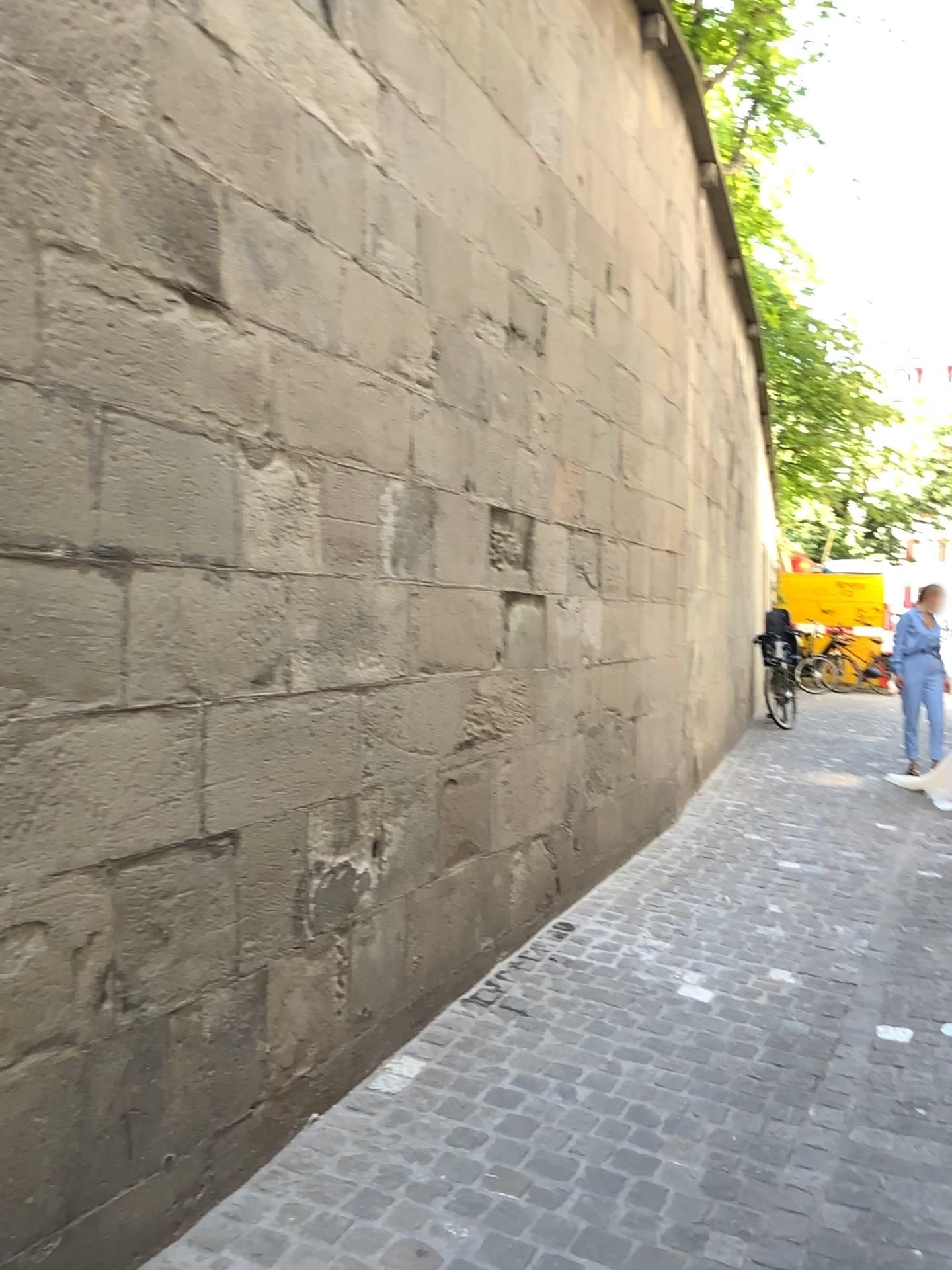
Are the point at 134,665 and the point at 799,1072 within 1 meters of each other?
no
